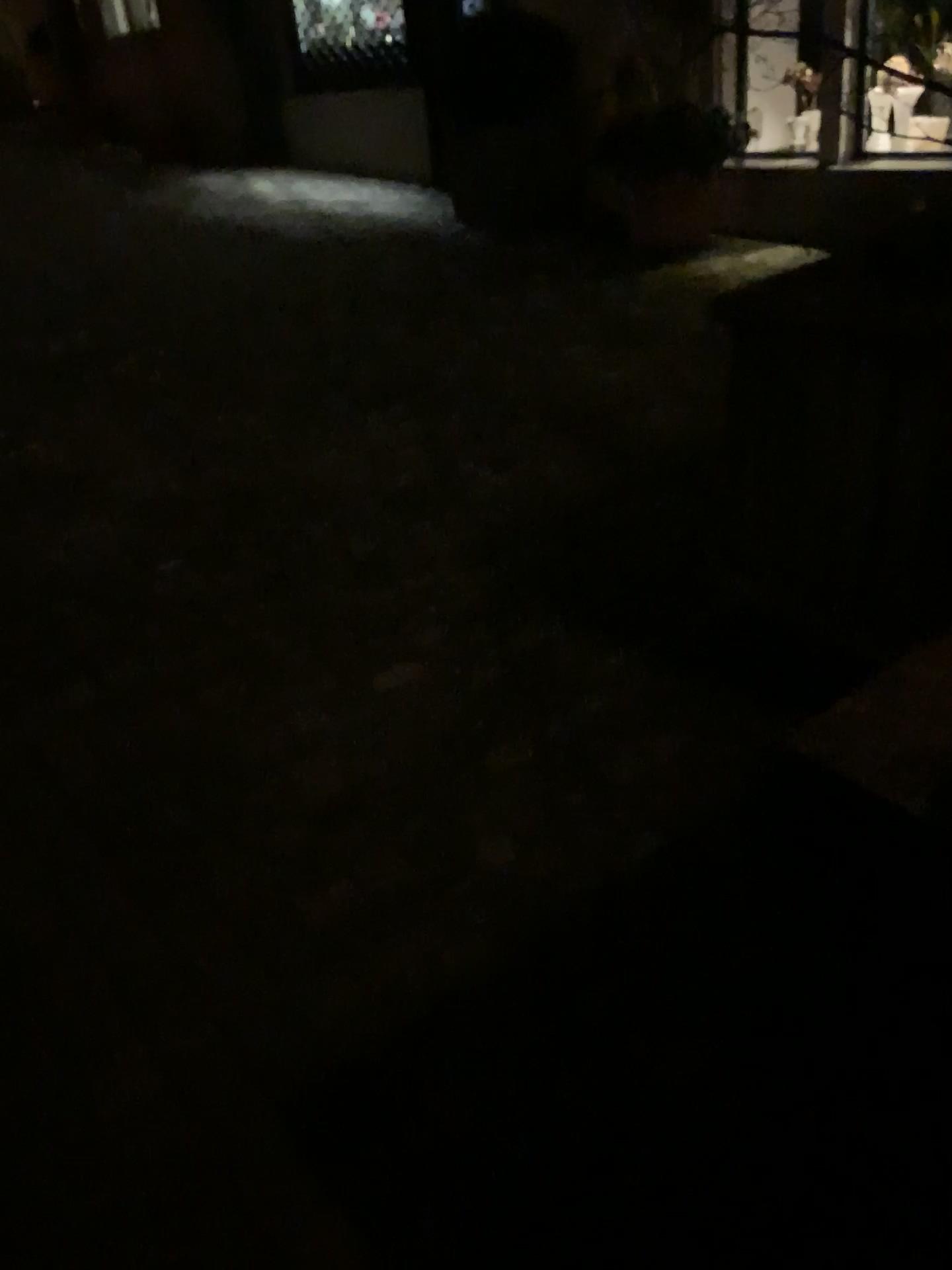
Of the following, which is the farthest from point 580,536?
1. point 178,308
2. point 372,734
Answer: point 178,308
